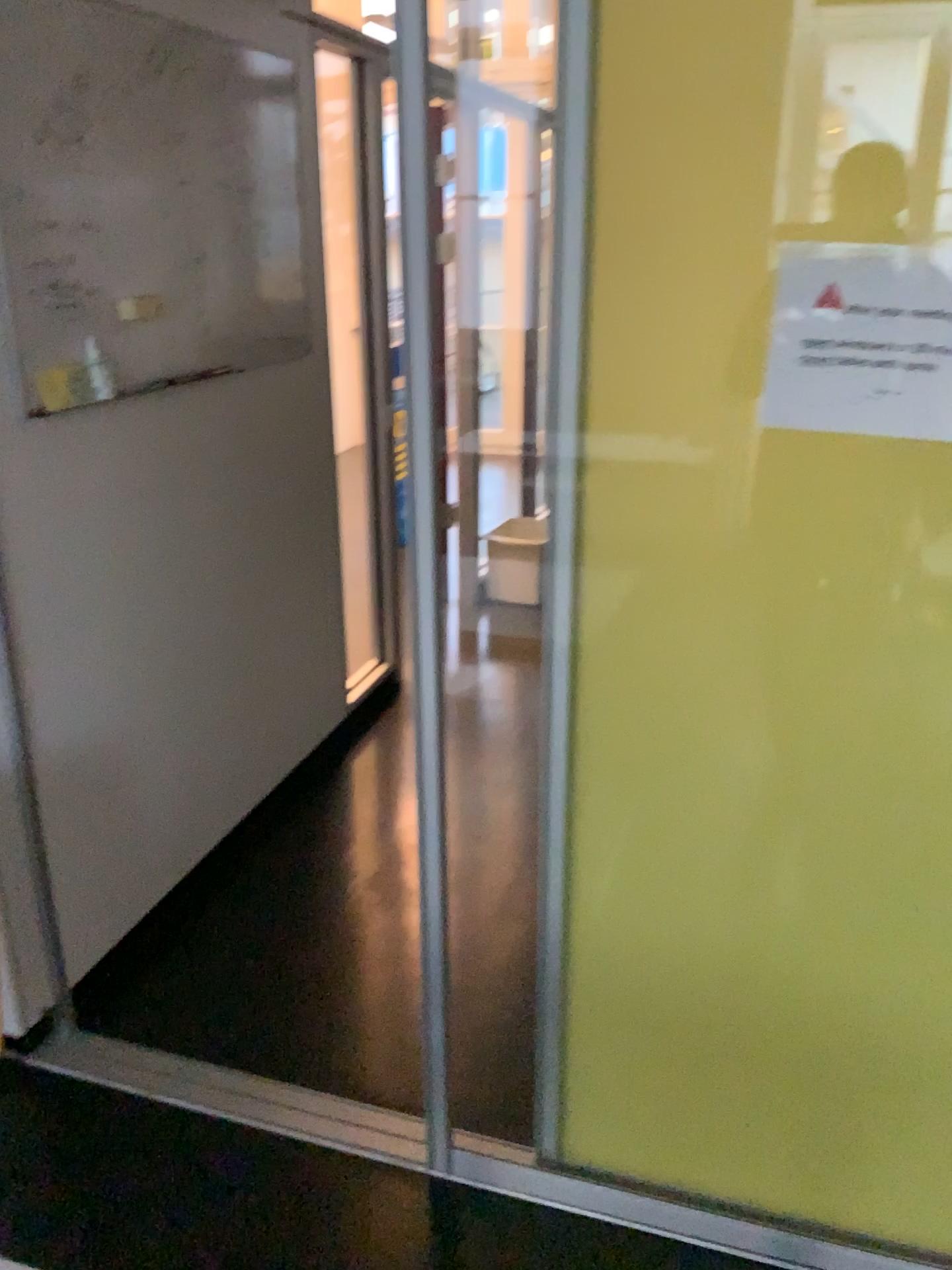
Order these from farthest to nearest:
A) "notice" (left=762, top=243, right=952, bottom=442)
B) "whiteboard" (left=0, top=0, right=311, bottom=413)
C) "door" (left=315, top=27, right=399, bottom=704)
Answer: "door" (left=315, top=27, right=399, bottom=704)
"whiteboard" (left=0, top=0, right=311, bottom=413)
"notice" (left=762, top=243, right=952, bottom=442)

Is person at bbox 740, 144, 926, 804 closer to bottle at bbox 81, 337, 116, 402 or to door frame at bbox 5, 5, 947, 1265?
door frame at bbox 5, 5, 947, 1265

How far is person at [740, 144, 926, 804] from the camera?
1.36m

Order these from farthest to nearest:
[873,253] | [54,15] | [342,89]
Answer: [342,89], [54,15], [873,253]

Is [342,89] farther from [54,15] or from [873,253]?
[873,253]

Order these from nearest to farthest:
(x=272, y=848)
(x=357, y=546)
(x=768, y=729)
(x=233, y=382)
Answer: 1. (x=768, y=729)
2. (x=233, y=382)
3. (x=272, y=848)
4. (x=357, y=546)

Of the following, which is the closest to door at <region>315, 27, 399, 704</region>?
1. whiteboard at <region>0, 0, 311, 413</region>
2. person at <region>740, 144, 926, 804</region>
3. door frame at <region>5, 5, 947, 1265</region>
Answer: whiteboard at <region>0, 0, 311, 413</region>

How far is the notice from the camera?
1.28m

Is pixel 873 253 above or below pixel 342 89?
below

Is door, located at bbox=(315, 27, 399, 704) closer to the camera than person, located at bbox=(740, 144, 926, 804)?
No
